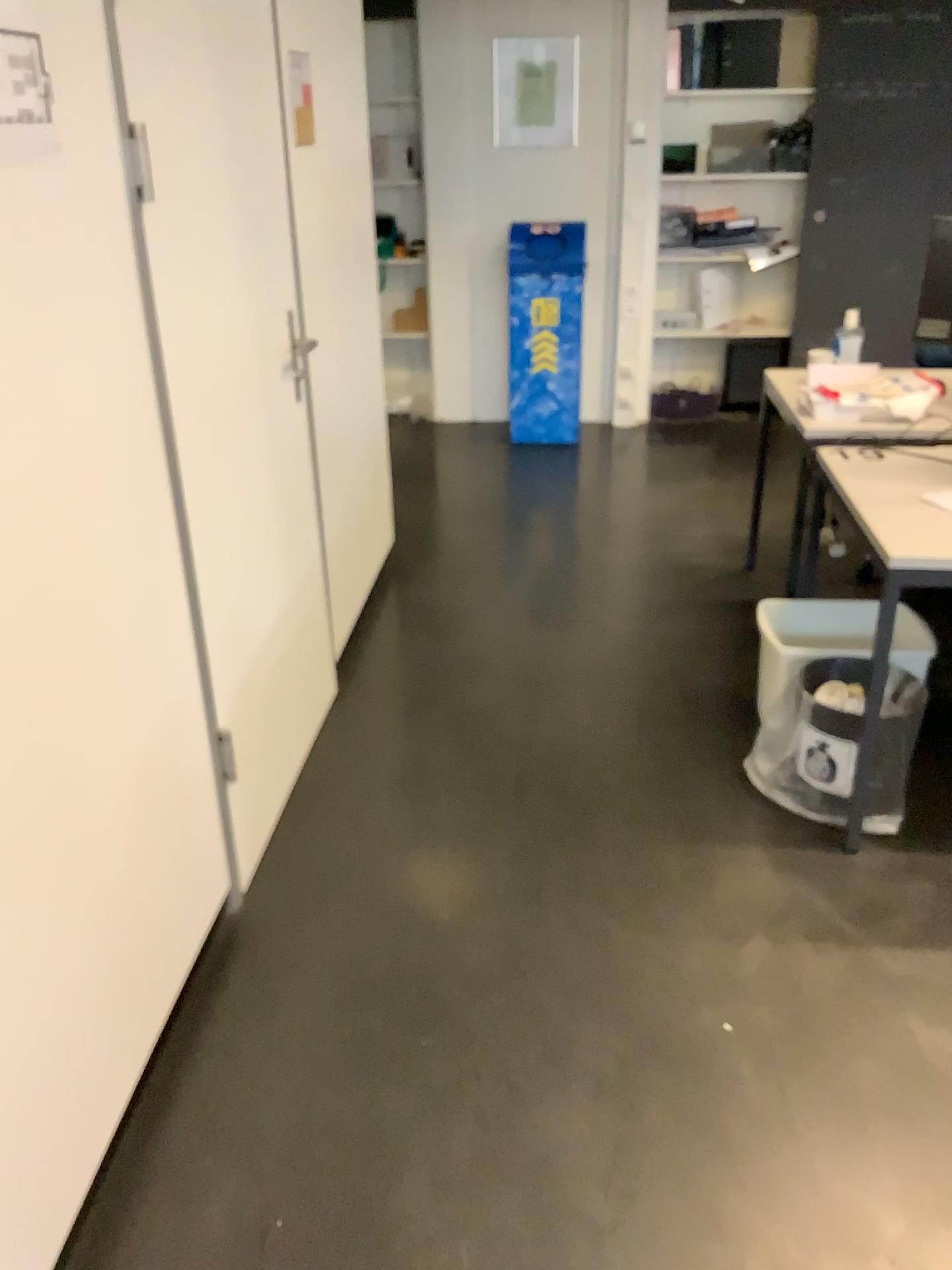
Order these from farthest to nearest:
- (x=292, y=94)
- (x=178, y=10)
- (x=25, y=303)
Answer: (x=292, y=94), (x=178, y=10), (x=25, y=303)

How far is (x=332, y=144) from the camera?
3.3 meters

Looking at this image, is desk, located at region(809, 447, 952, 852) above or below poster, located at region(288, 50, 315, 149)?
below

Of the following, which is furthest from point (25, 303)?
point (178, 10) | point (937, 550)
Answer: point (937, 550)

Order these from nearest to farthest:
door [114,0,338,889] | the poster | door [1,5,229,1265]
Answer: door [1,5,229,1265]
door [114,0,338,889]
the poster

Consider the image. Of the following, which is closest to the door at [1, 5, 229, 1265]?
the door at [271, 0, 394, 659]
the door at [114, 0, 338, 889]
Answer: the door at [114, 0, 338, 889]

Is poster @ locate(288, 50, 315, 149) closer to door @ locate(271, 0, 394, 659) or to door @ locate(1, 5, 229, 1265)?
door @ locate(271, 0, 394, 659)

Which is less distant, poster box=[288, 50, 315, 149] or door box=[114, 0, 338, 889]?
door box=[114, 0, 338, 889]

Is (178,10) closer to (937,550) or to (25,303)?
(25,303)

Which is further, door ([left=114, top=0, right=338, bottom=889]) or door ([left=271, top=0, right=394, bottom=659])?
door ([left=271, top=0, right=394, bottom=659])
